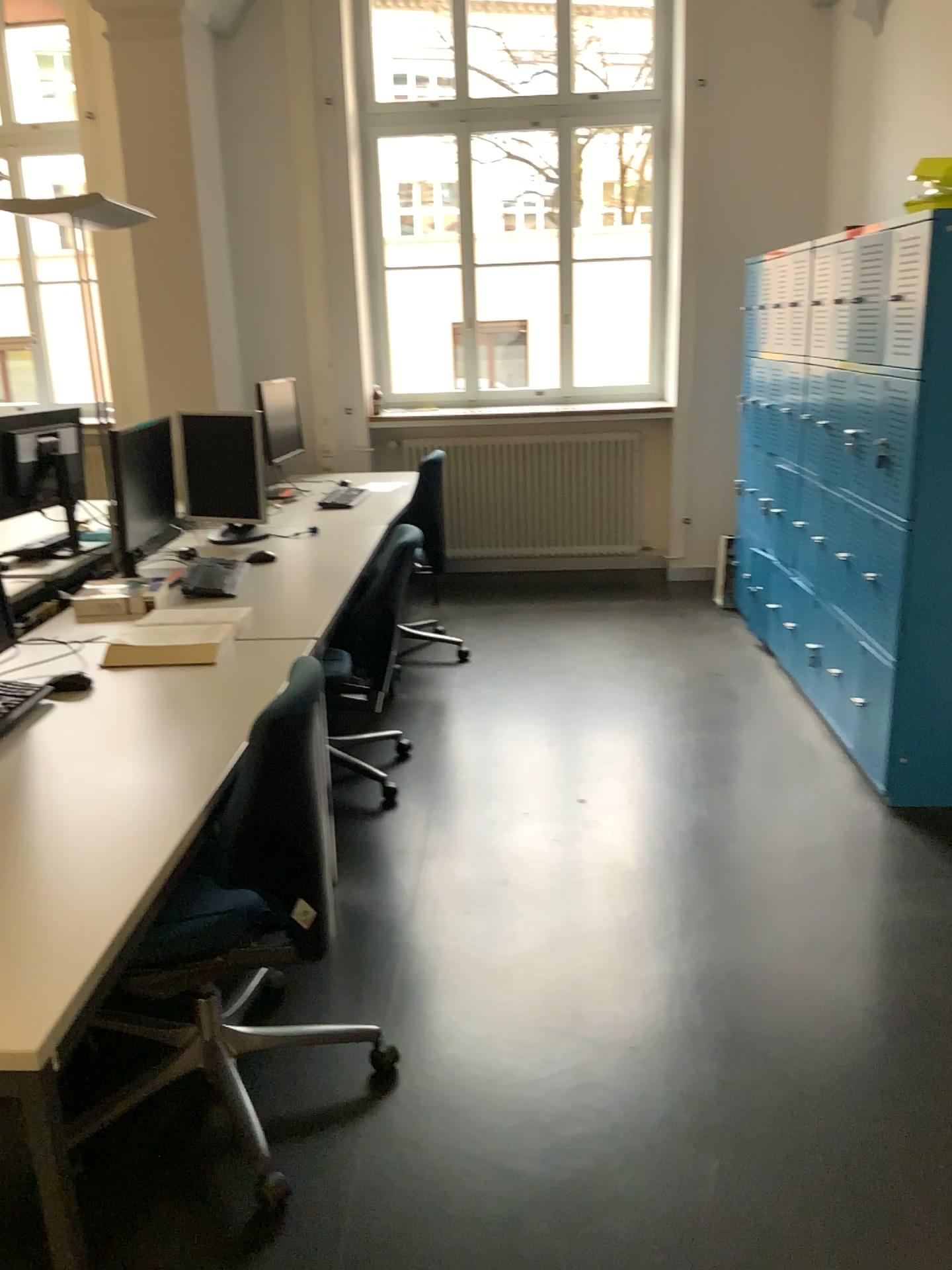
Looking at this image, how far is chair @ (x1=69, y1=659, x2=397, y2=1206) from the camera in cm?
189

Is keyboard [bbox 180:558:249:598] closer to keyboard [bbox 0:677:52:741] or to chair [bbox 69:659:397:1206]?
keyboard [bbox 0:677:52:741]

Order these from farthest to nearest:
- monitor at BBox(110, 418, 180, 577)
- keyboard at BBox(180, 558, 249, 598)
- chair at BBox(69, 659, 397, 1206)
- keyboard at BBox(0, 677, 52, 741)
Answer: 1. monitor at BBox(110, 418, 180, 577)
2. keyboard at BBox(180, 558, 249, 598)
3. keyboard at BBox(0, 677, 52, 741)
4. chair at BBox(69, 659, 397, 1206)

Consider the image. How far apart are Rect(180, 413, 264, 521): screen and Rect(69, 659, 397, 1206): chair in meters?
2.0

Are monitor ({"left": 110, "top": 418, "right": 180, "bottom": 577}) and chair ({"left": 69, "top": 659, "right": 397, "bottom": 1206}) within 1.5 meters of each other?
no

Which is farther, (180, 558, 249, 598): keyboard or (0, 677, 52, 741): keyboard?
(180, 558, 249, 598): keyboard

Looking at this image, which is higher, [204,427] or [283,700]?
[204,427]

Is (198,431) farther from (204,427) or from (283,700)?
(283,700)

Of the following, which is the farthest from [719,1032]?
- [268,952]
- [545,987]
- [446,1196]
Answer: [268,952]

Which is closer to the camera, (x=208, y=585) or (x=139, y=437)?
(x=208, y=585)
